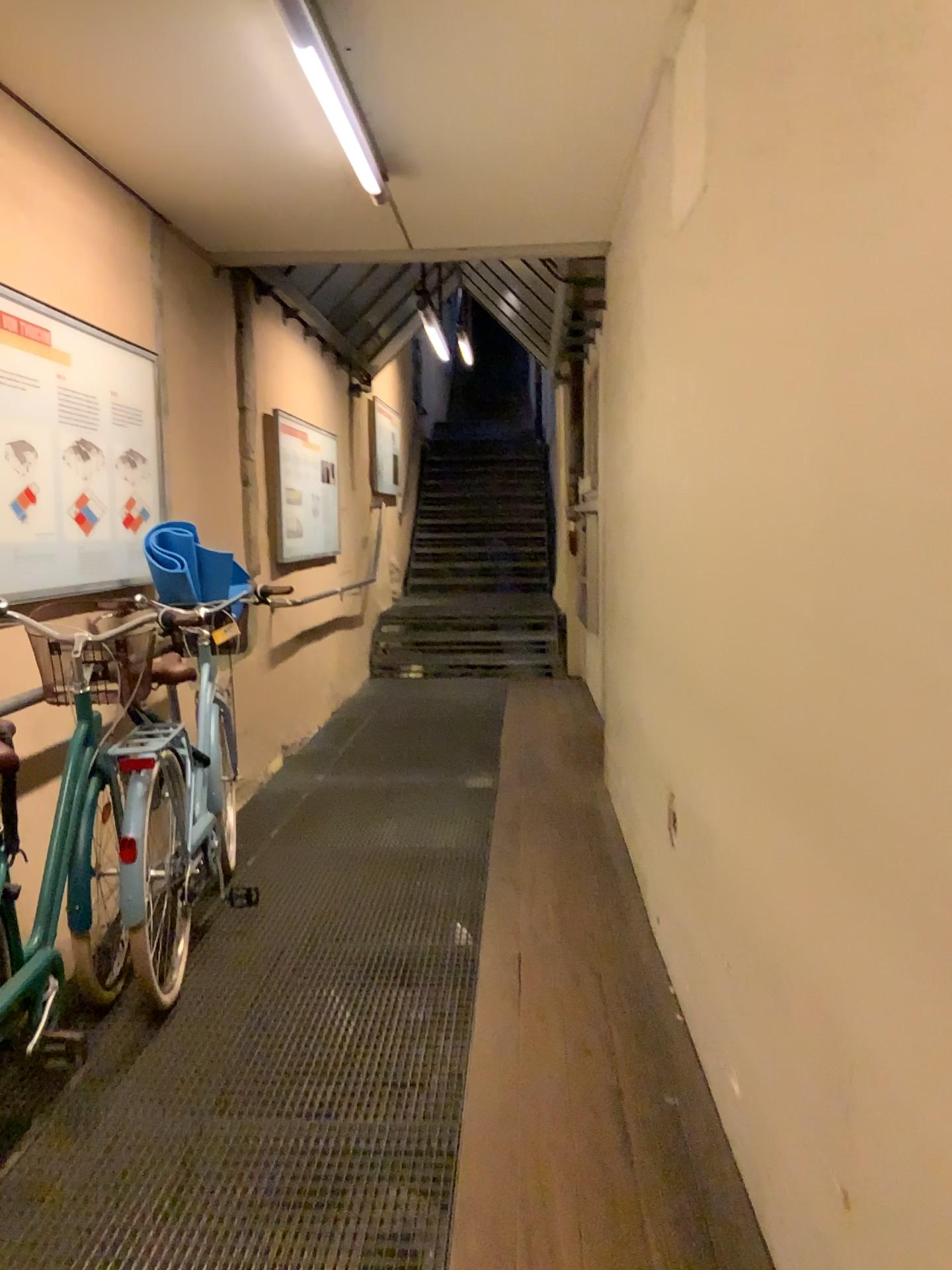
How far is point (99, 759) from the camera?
2.9m

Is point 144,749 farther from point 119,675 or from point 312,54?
point 312,54

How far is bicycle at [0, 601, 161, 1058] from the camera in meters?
2.9

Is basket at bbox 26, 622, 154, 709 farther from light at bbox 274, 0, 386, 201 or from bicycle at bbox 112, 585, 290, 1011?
light at bbox 274, 0, 386, 201

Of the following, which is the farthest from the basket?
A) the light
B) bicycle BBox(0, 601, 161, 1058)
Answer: the light

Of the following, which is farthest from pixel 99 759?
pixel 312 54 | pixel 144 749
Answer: pixel 312 54

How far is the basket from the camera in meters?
3.1

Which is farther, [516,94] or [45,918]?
[516,94]

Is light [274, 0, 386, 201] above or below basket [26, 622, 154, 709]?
above

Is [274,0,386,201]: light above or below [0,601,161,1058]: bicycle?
above
